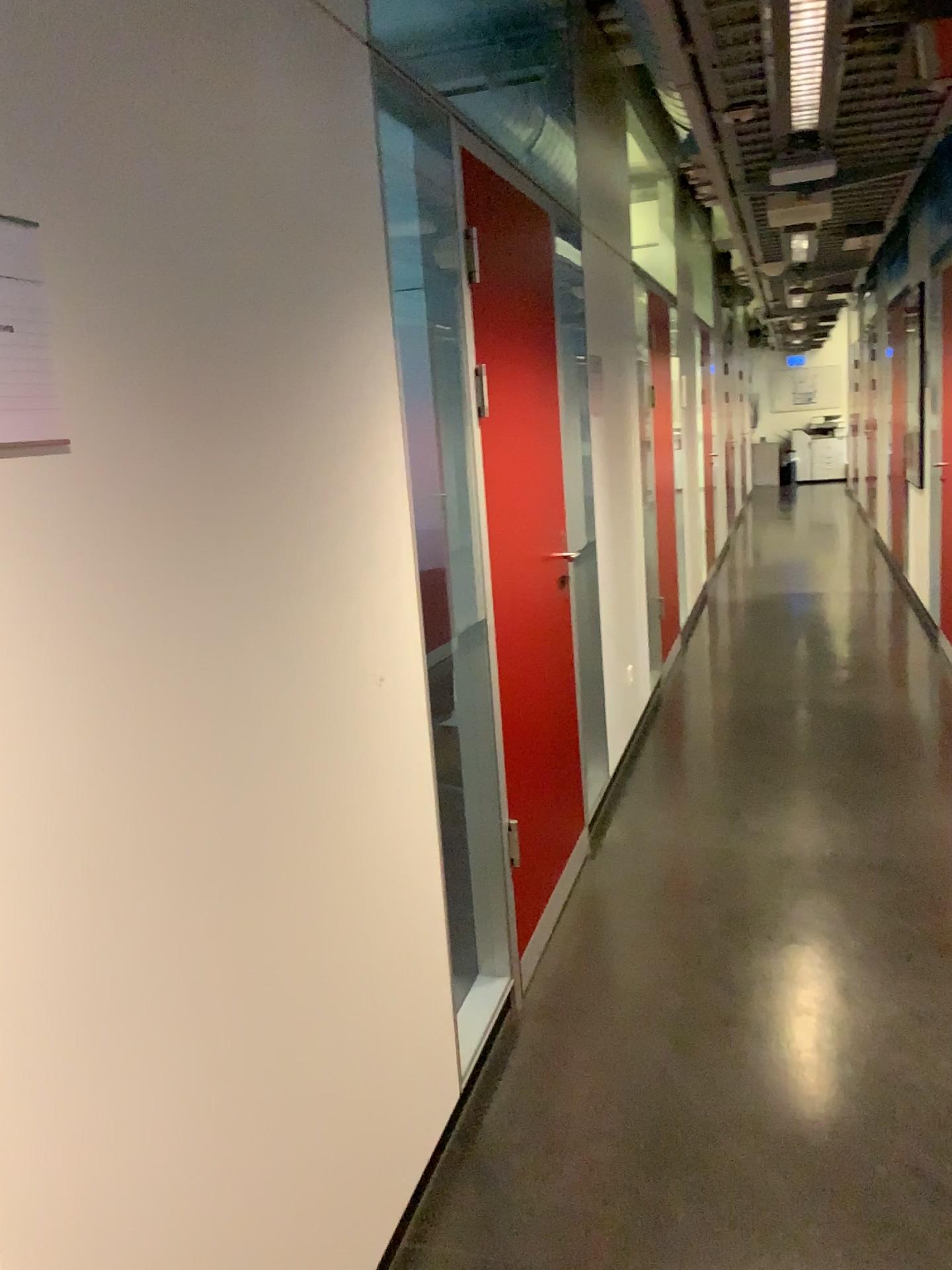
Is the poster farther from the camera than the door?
No

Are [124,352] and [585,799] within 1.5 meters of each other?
no

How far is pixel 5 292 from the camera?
1.00m

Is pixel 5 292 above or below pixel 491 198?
below

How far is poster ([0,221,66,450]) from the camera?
1.0 meters

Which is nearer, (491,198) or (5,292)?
(5,292)
